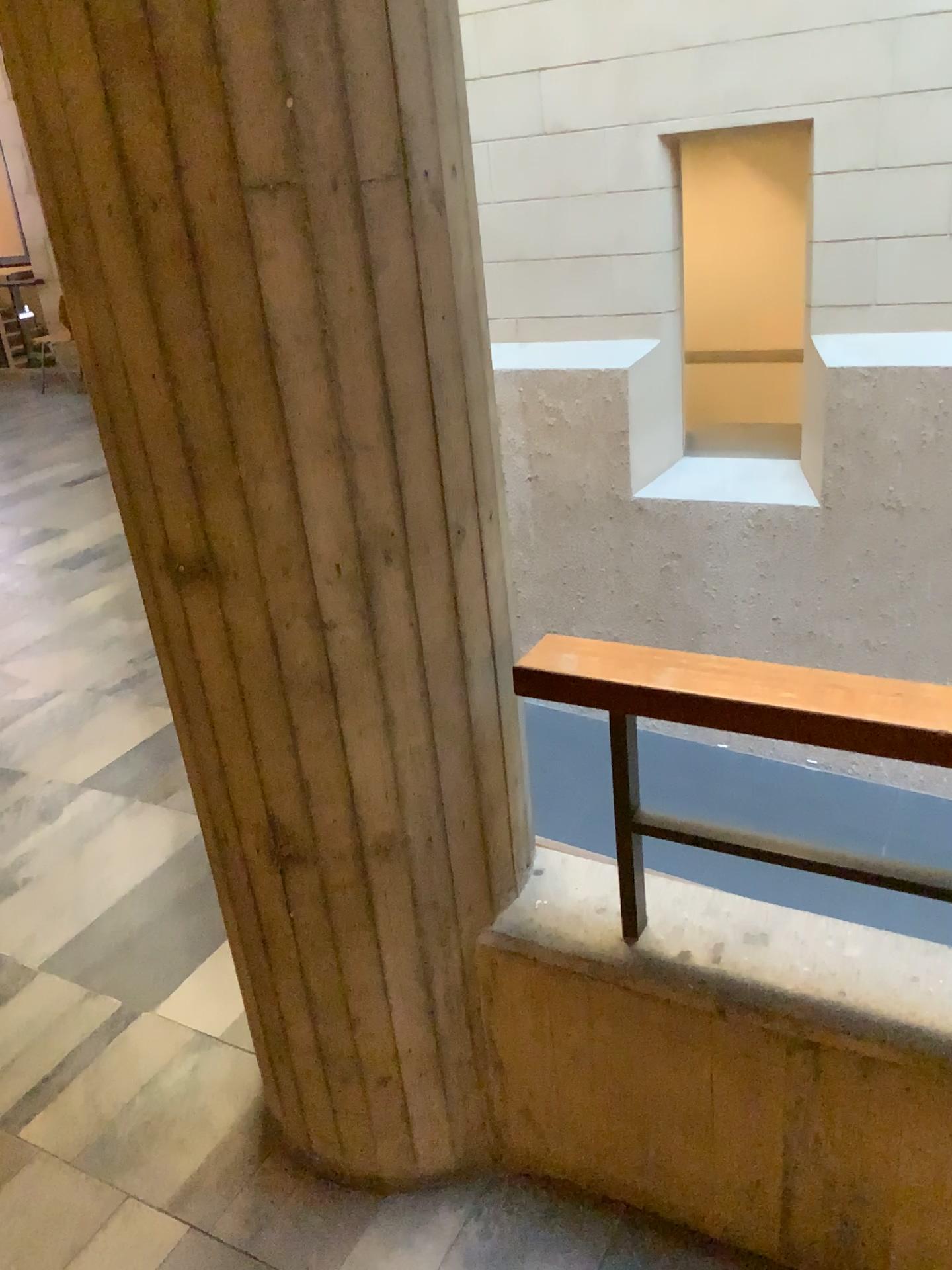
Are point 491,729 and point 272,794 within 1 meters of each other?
yes

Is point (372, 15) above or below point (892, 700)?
above

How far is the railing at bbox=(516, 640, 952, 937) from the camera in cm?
123

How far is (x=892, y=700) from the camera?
1.23m
